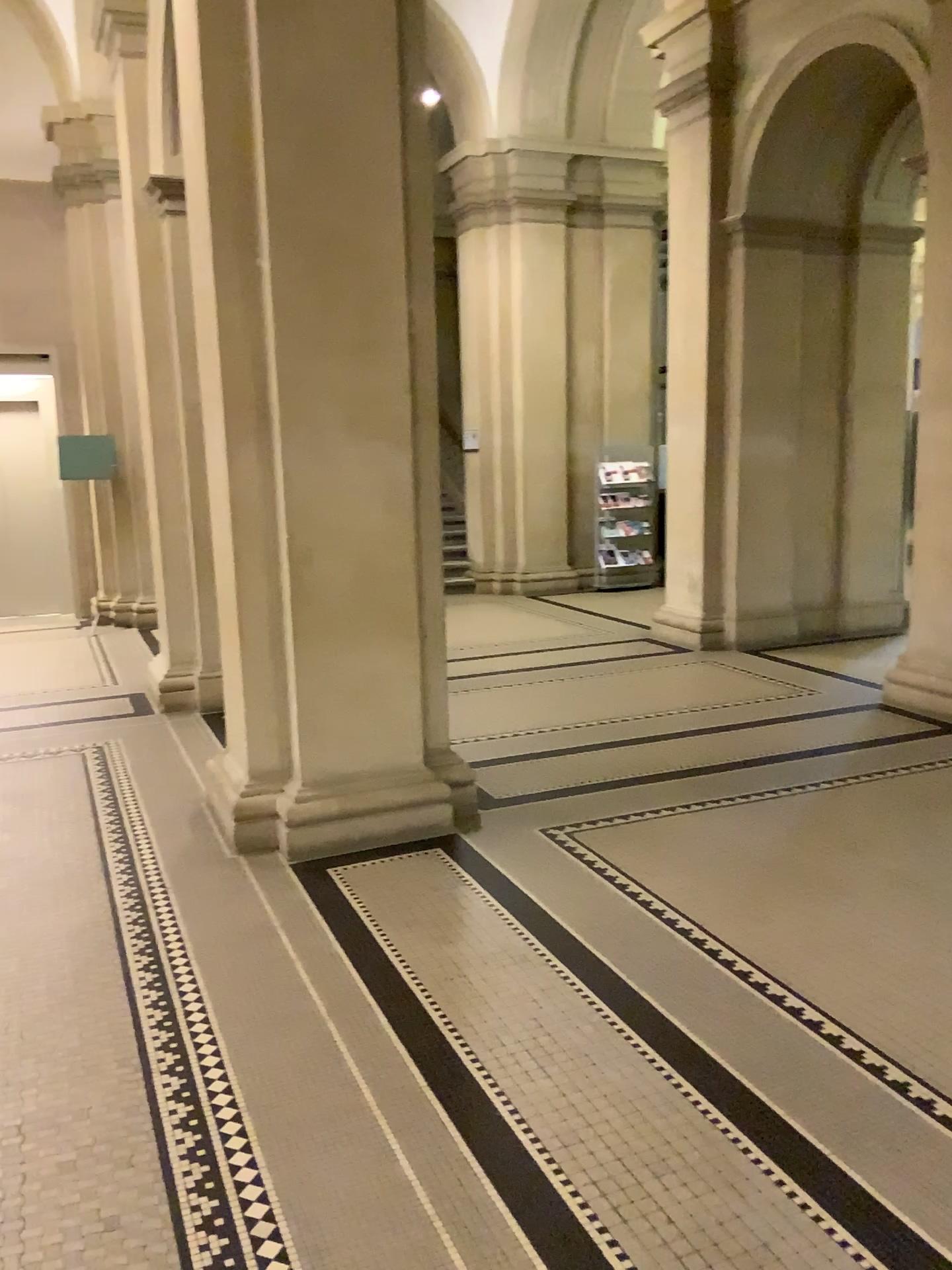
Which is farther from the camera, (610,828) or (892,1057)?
(610,828)
